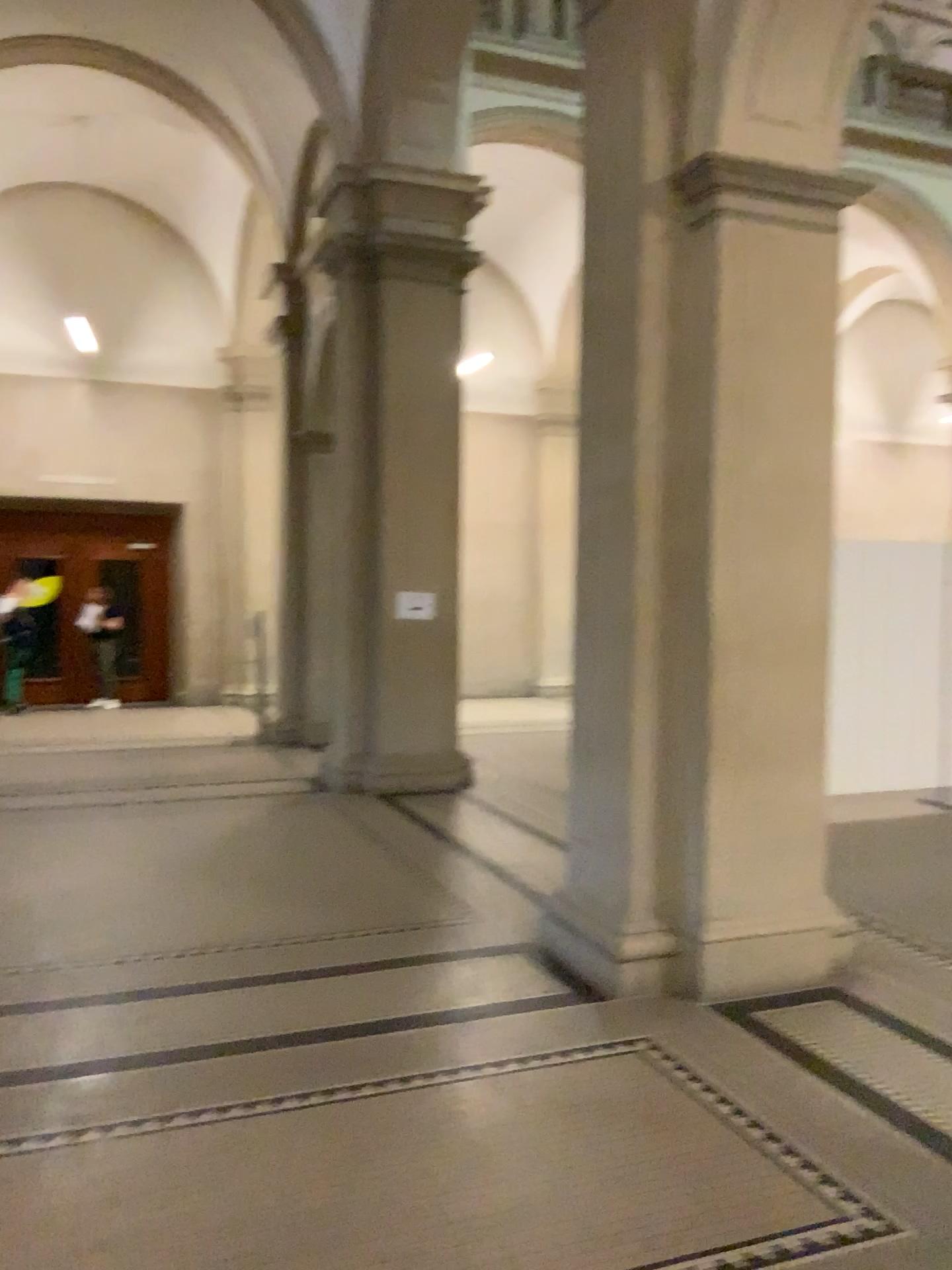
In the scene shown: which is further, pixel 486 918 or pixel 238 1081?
pixel 486 918

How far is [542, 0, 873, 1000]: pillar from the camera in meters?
4.1

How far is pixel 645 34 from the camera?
4.1 meters
